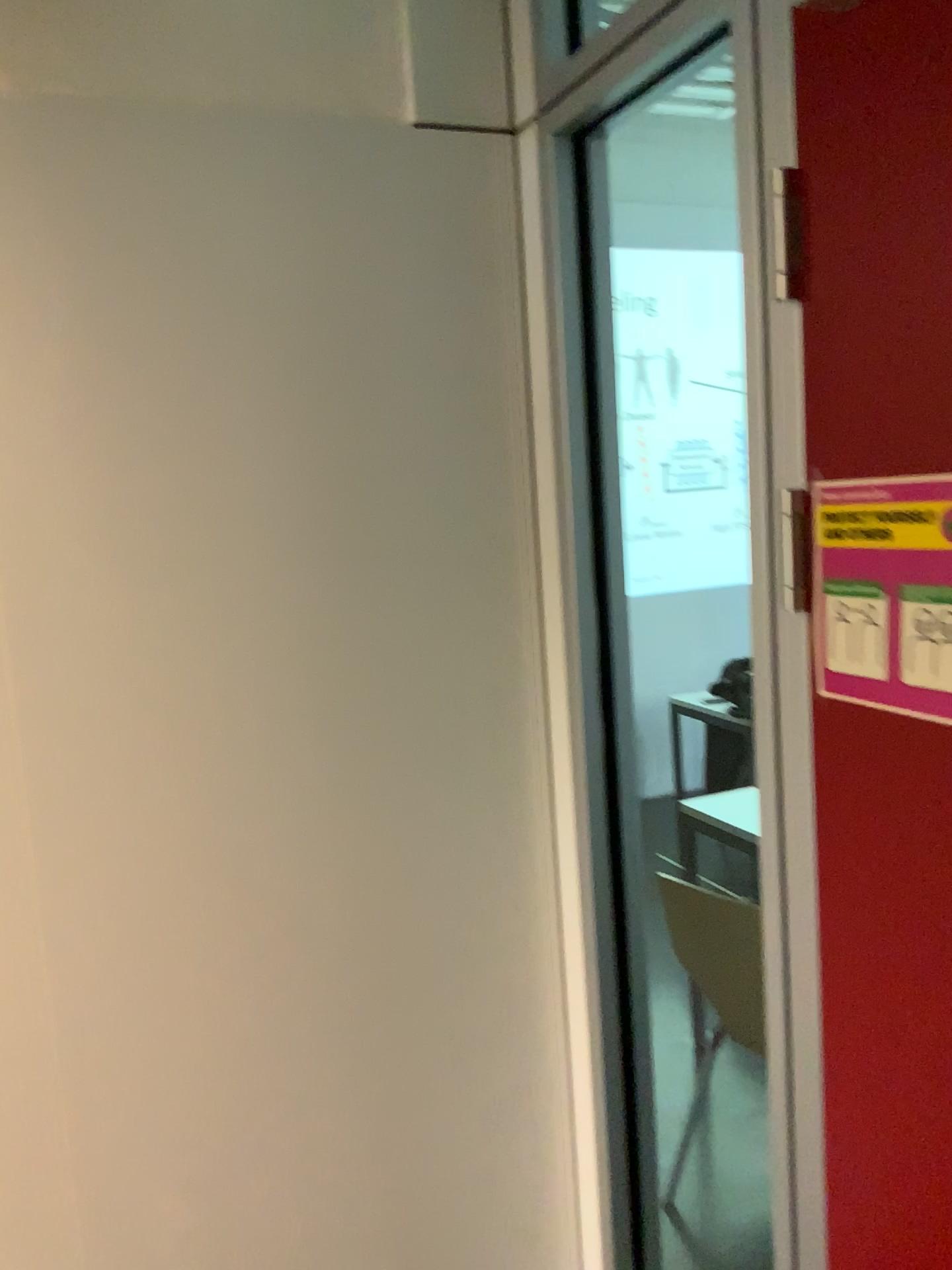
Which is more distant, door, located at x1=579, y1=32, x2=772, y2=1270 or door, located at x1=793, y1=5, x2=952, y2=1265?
door, located at x1=579, y1=32, x2=772, y2=1270

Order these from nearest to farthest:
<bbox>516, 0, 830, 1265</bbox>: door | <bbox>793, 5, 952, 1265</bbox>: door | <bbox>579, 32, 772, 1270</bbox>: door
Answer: <bbox>793, 5, 952, 1265</bbox>: door, <bbox>516, 0, 830, 1265</bbox>: door, <bbox>579, 32, 772, 1270</bbox>: door

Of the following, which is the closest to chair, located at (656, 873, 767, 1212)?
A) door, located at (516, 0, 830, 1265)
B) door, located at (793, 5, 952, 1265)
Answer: door, located at (516, 0, 830, 1265)

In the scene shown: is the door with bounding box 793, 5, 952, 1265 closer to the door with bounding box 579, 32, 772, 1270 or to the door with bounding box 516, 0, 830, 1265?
the door with bounding box 516, 0, 830, 1265

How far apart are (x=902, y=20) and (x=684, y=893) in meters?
1.3 m

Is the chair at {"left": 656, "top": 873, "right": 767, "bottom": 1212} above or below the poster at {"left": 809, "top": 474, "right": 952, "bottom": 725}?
below

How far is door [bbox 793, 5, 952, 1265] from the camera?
0.9 meters

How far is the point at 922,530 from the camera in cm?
88

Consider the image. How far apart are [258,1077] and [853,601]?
1.1m

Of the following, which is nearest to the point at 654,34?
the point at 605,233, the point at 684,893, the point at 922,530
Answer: the point at 605,233
